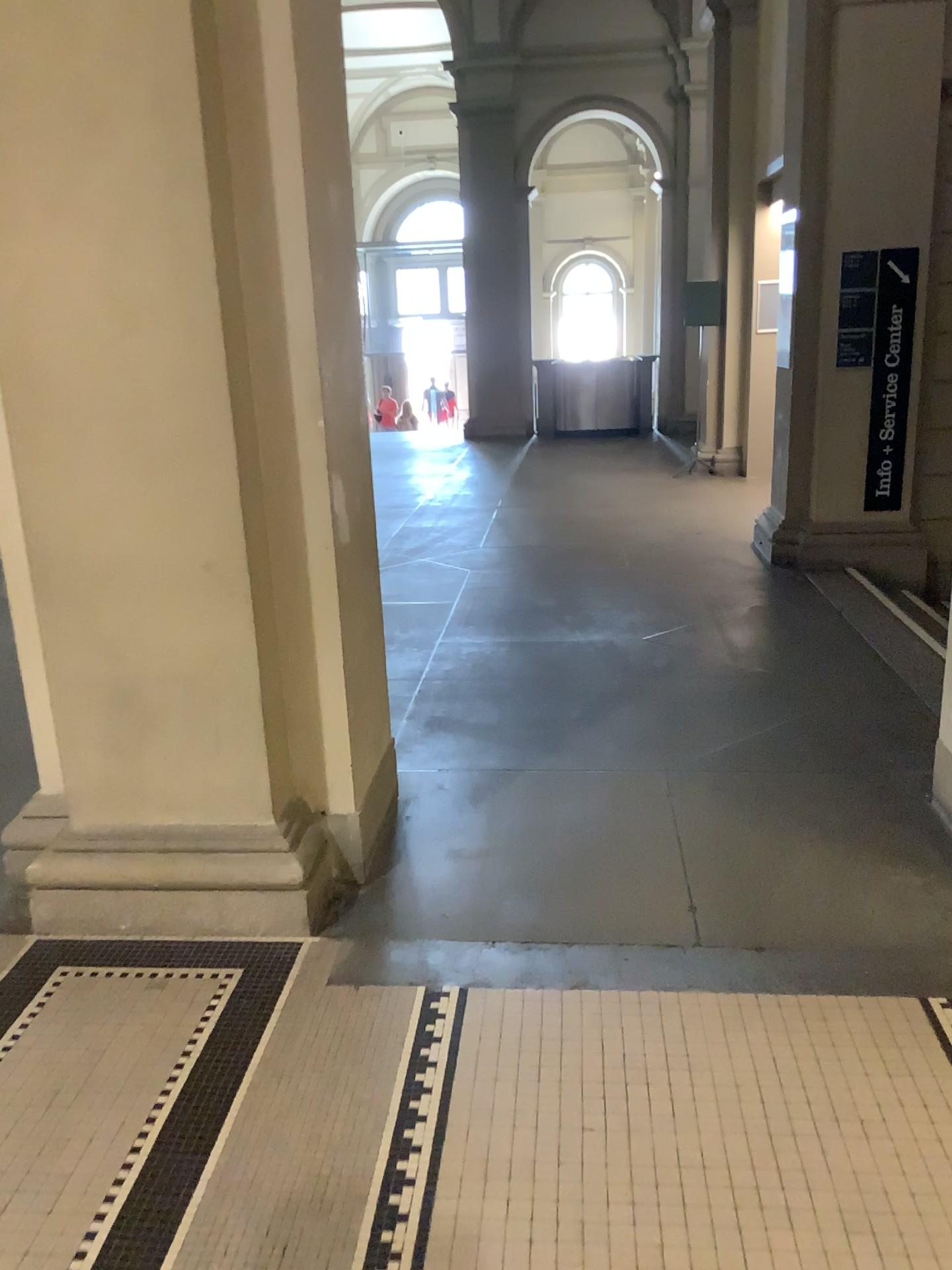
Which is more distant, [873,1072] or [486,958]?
[486,958]
